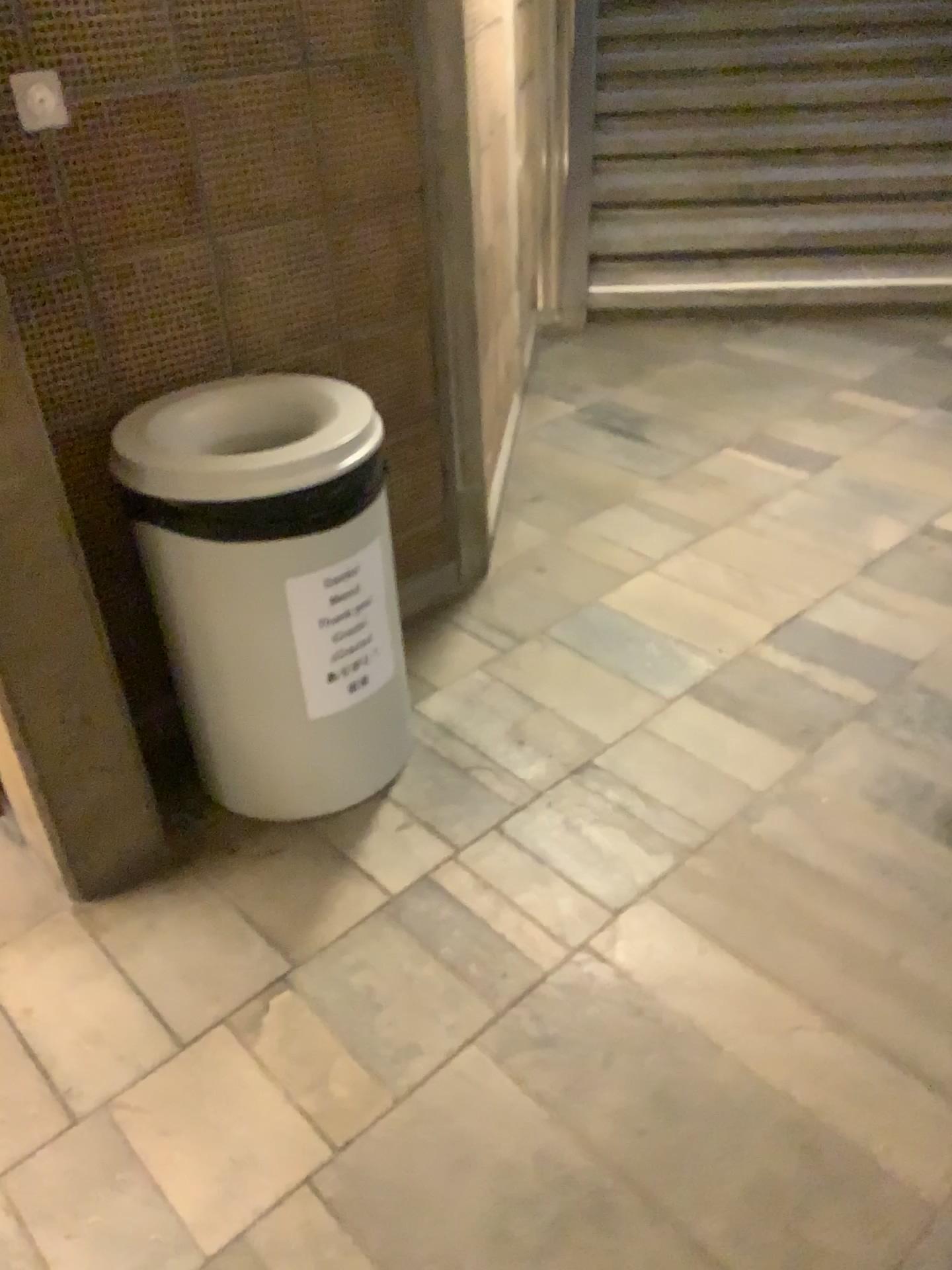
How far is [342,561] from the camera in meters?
1.8 m

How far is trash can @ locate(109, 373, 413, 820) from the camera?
1.7 meters

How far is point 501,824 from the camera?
2.0m

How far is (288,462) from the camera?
1.7m

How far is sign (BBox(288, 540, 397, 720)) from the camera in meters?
1.8 m
